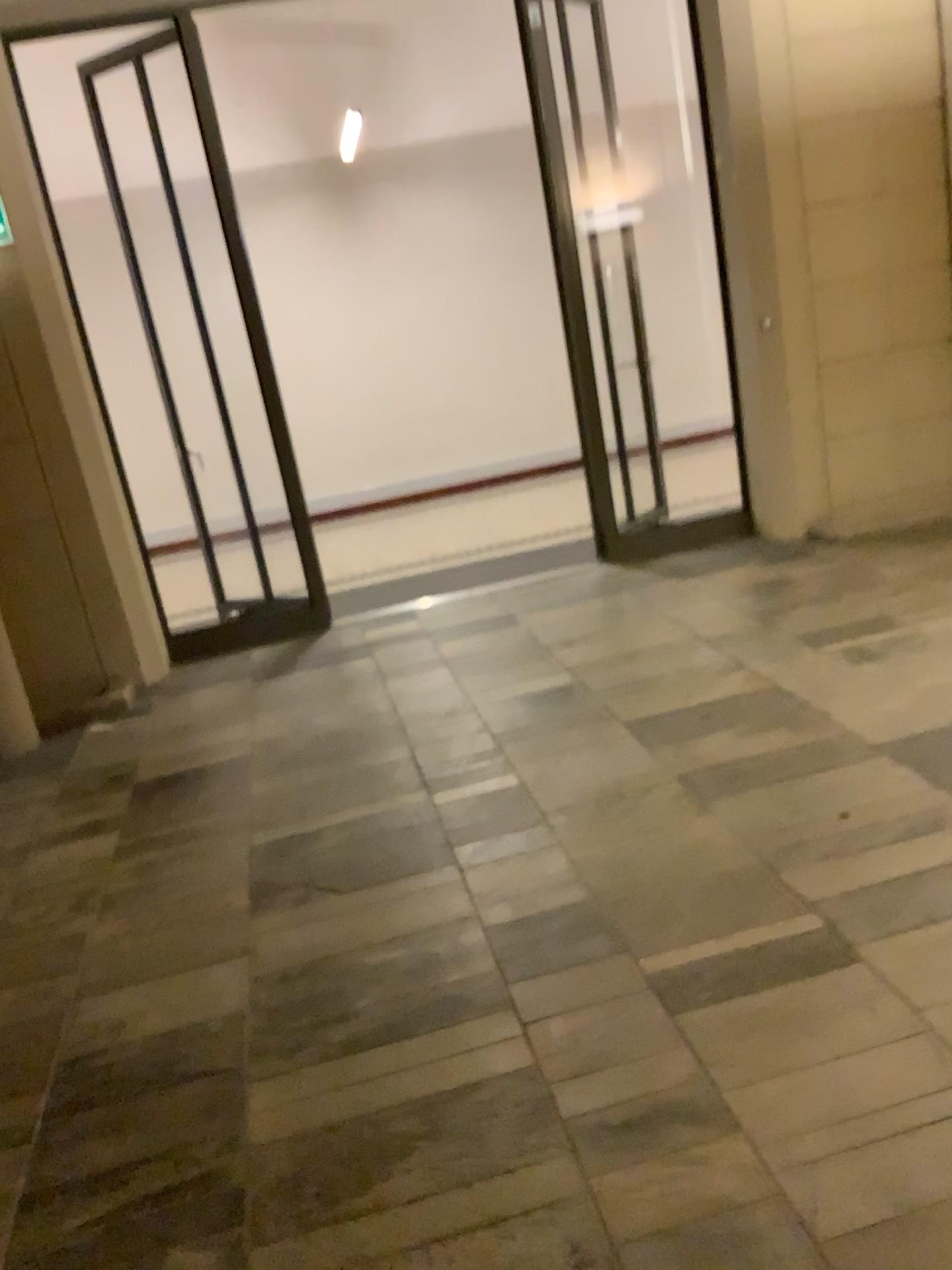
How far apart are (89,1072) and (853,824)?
2.0m
